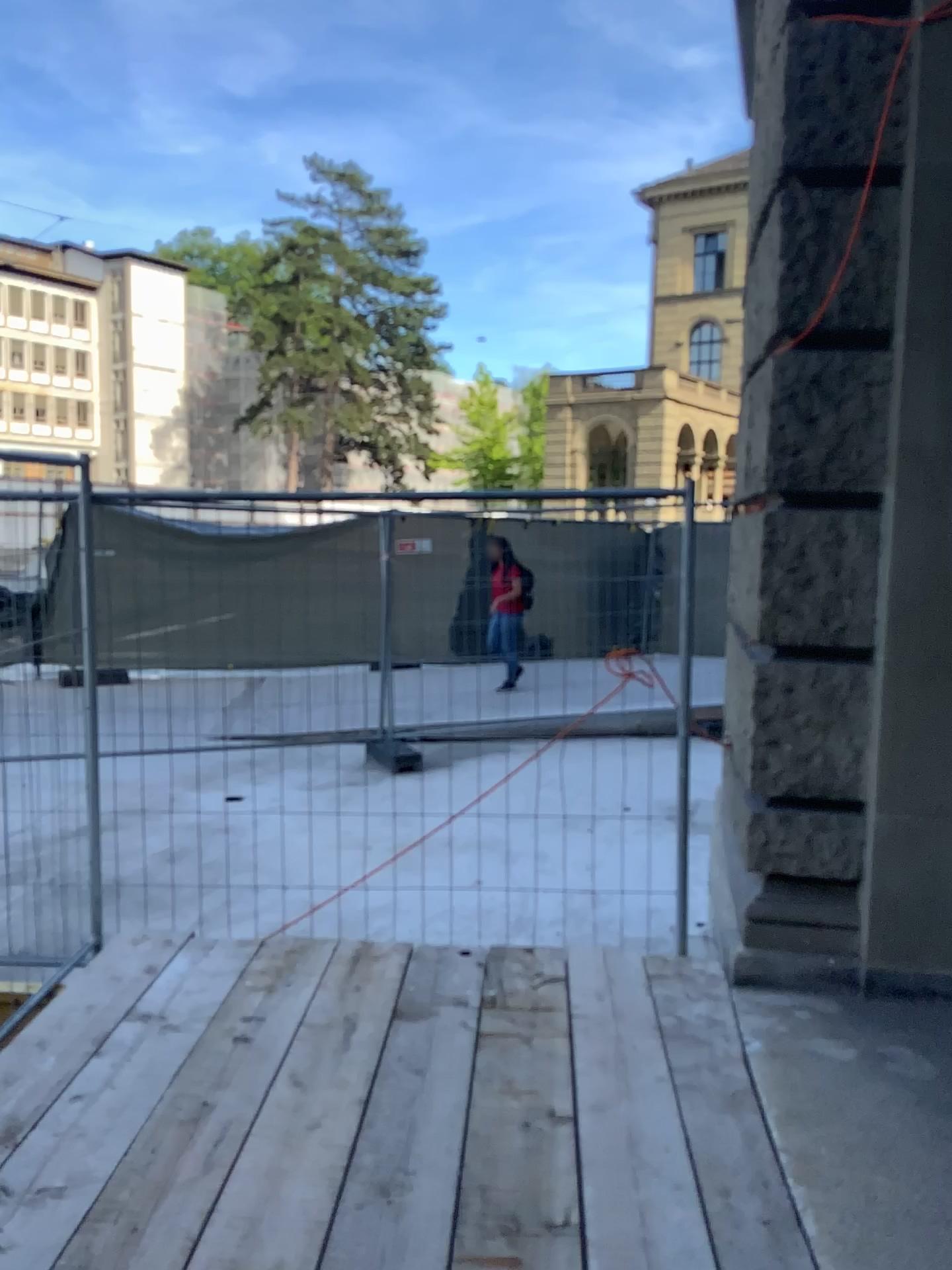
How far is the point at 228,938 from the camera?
3.9m
